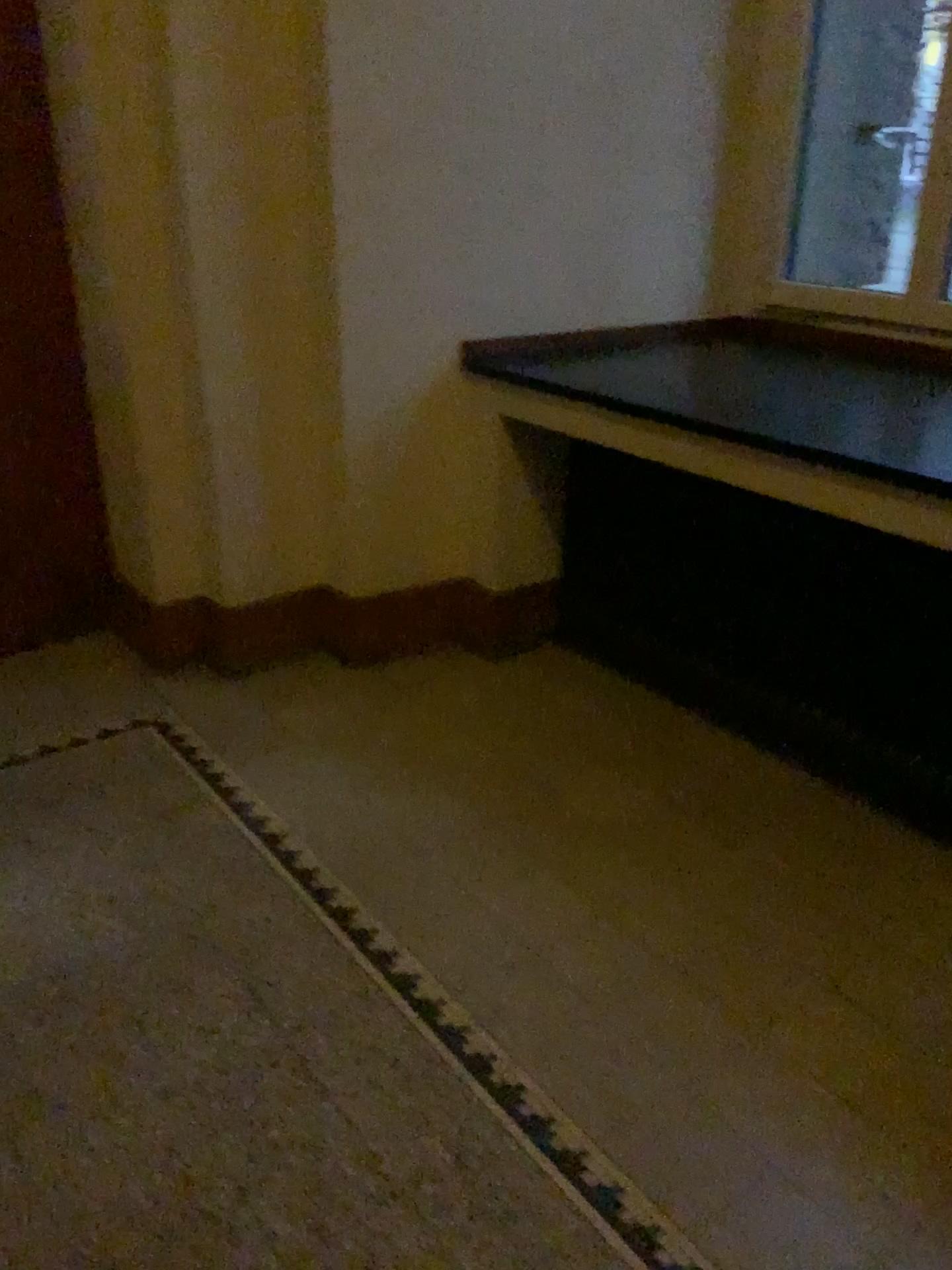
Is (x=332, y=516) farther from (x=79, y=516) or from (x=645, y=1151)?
(x=645, y=1151)
